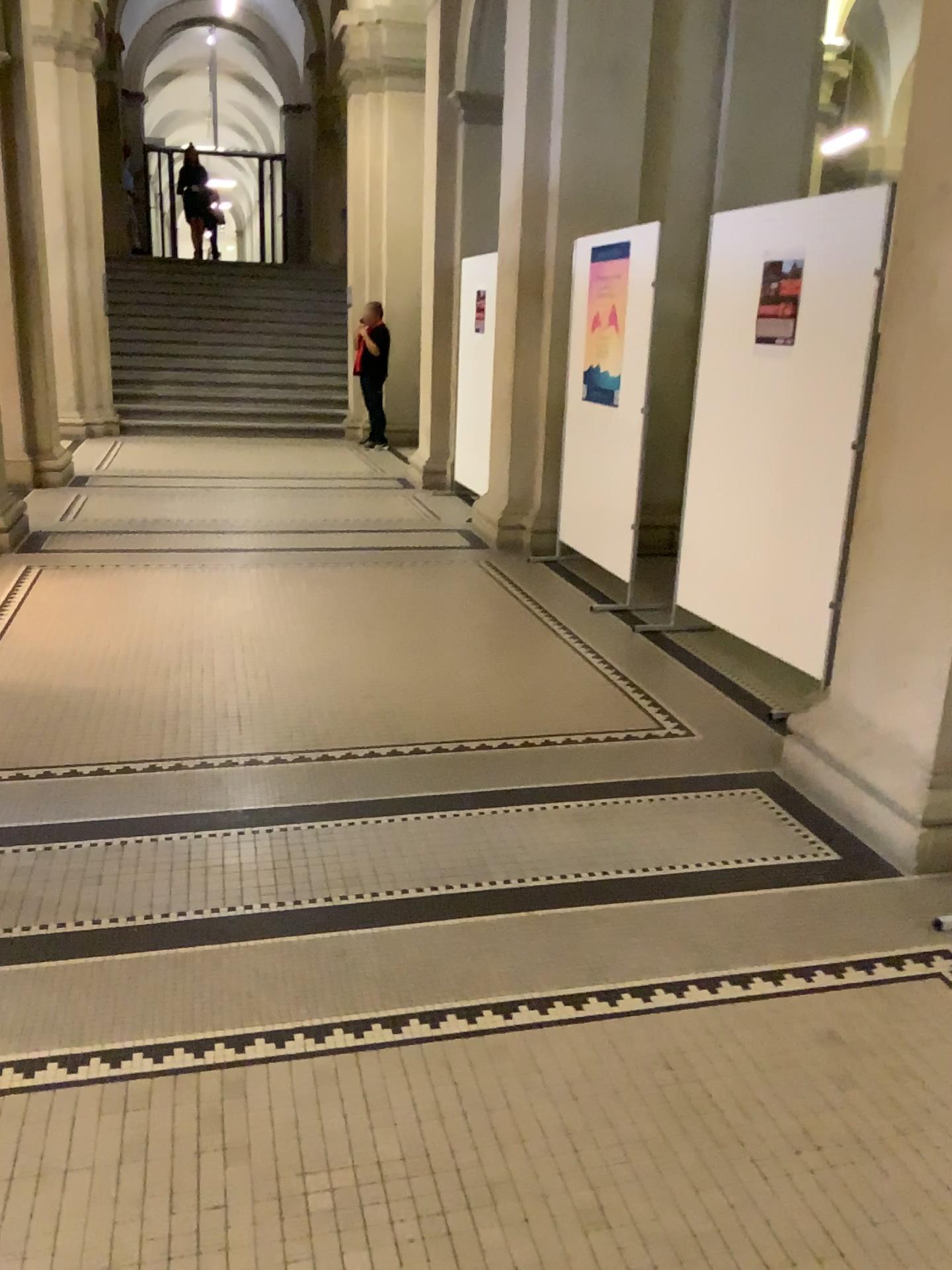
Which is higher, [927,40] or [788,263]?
[927,40]

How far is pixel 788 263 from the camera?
4.1 meters

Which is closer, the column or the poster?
the column

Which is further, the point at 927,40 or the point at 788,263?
the point at 788,263

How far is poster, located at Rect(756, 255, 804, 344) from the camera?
4.1m

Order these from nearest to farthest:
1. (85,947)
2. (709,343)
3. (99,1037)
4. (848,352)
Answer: (99,1037) < (85,947) < (848,352) < (709,343)
